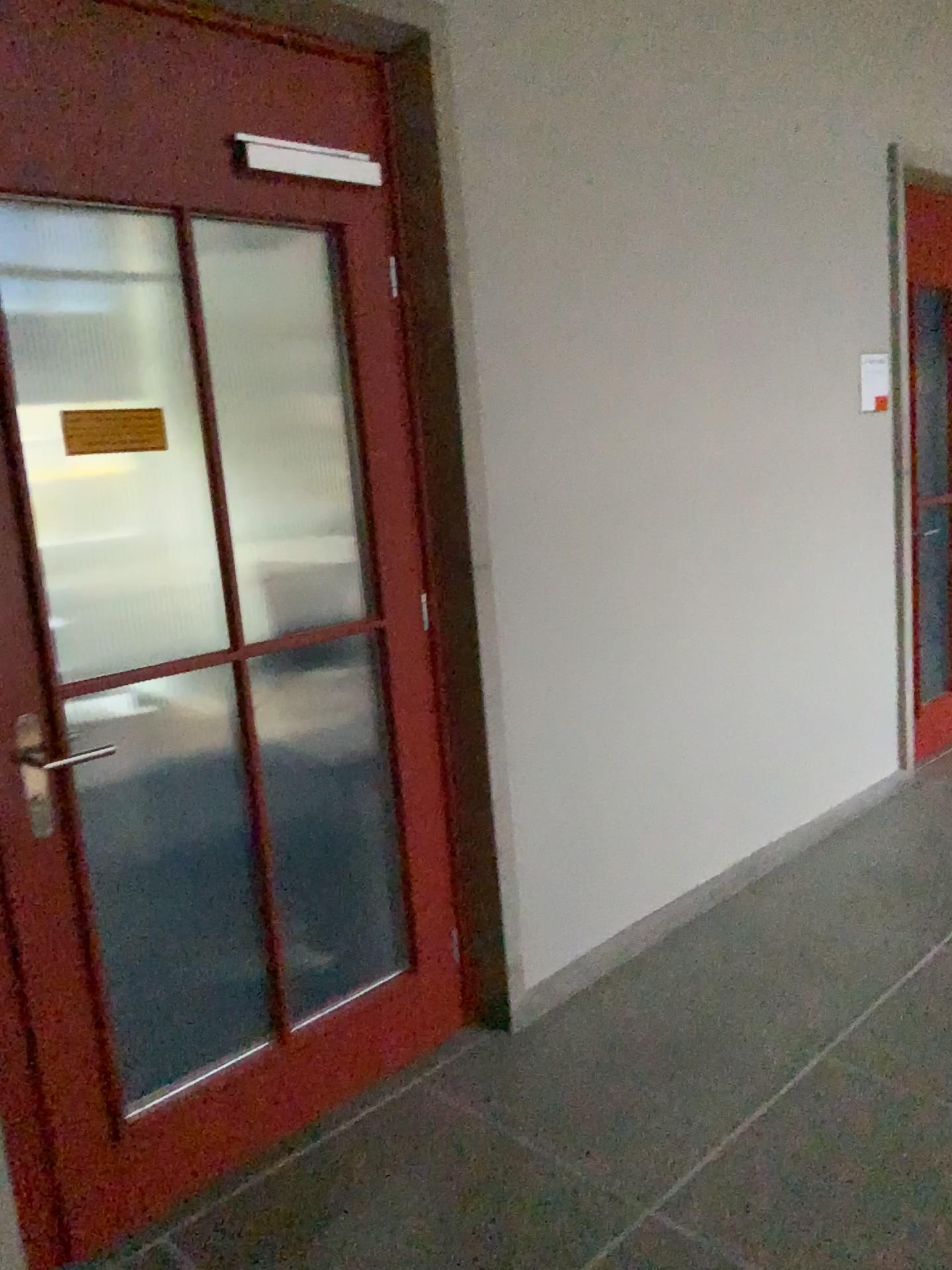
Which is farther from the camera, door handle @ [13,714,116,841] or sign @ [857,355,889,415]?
sign @ [857,355,889,415]

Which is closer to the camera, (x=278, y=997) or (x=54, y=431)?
(x=54, y=431)

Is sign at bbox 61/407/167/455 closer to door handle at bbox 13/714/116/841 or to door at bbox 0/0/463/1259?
door at bbox 0/0/463/1259

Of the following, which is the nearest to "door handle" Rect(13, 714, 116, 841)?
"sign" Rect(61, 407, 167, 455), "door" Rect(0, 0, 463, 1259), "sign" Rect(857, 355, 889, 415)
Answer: "door" Rect(0, 0, 463, 1259)

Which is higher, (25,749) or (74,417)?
(74,417)

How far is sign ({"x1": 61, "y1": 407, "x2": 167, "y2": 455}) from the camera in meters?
1.9 m

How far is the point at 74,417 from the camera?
1.9m

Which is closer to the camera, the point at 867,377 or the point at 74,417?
the point at 74,417

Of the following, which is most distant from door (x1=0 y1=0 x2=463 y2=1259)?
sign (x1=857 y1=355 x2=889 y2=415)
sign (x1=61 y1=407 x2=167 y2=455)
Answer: sign (x1=857 y1=355 x2=889 y2=415)

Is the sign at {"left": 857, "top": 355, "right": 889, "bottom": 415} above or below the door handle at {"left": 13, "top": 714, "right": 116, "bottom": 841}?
above
